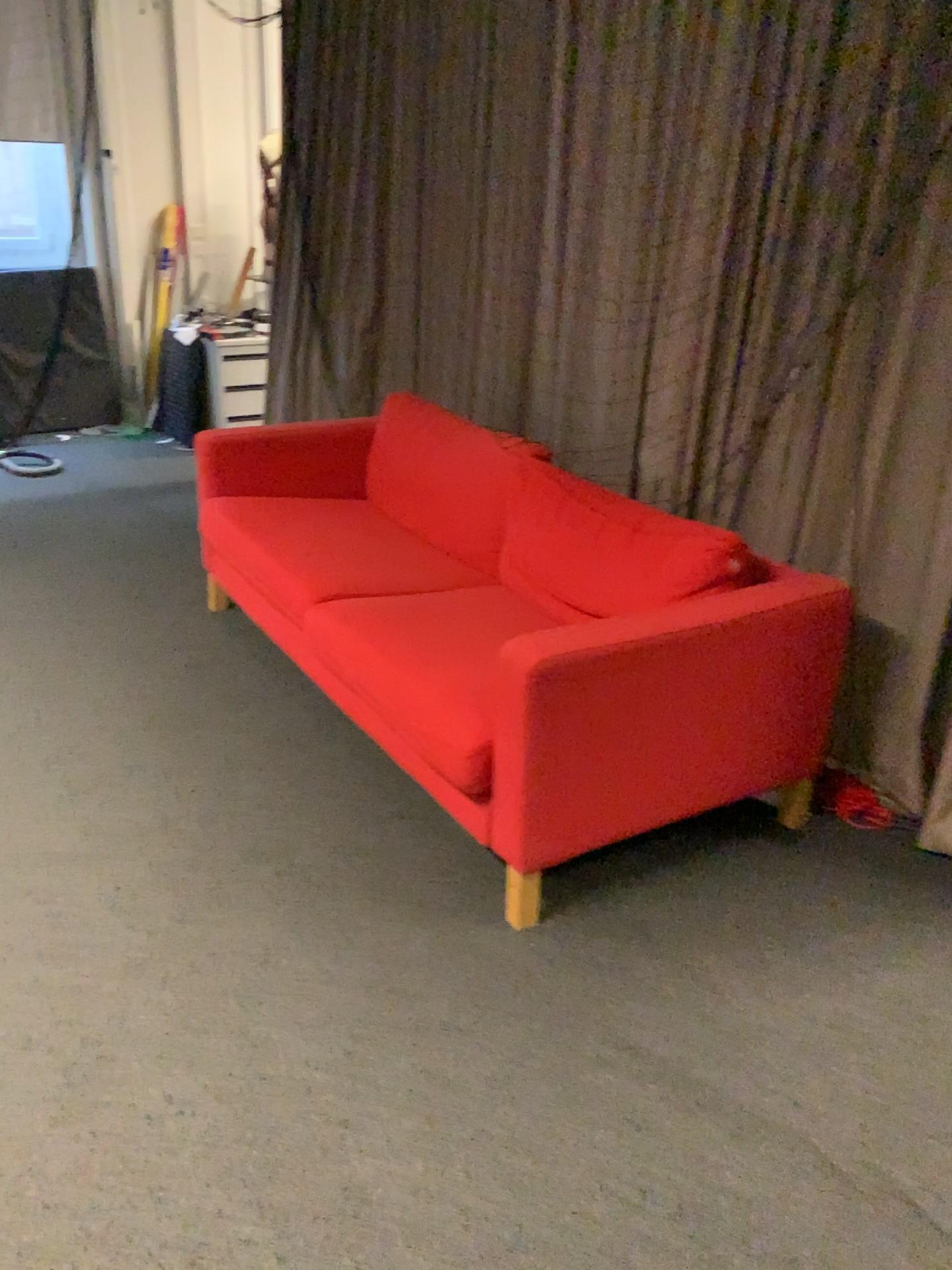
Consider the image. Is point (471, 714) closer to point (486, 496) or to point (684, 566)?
point (684, 566)

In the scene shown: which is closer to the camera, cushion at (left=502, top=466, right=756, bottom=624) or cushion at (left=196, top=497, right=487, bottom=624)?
cushion at (left=502, top=466, right=756, bottom=624)

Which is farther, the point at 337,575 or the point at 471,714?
the point at 337,575

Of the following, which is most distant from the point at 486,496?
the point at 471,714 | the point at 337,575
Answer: the point at 471,714

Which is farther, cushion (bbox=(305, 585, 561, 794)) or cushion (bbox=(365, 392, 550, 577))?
cushion (bbox=(365, 392, 550, 577))

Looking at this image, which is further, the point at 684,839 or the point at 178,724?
the point at 178,724

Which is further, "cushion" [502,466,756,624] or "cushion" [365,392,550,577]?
"cushion" [365,392,550,577]

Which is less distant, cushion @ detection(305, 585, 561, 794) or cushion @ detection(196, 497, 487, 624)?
cushion @ detection(305, 585, 561, 794)
